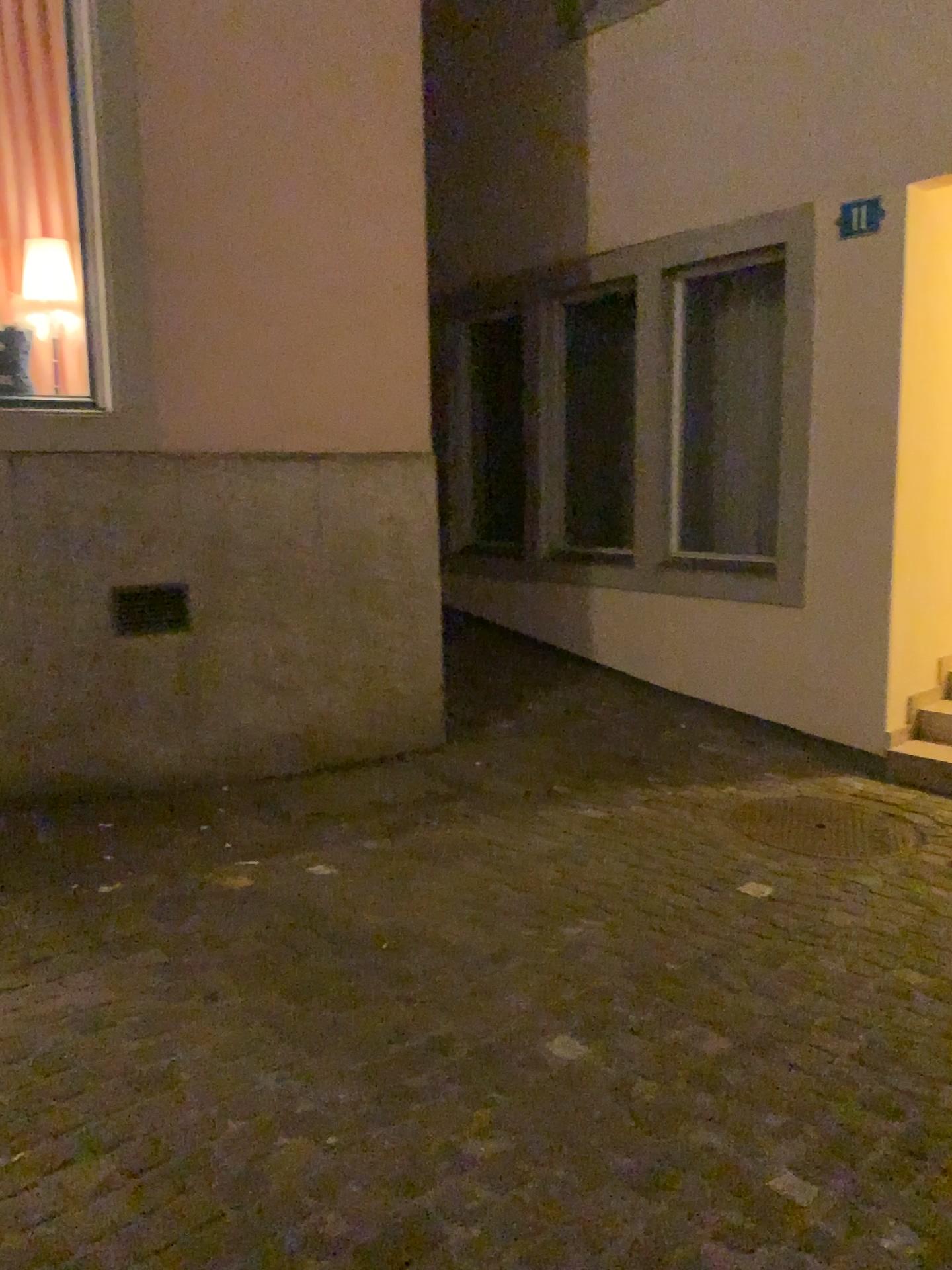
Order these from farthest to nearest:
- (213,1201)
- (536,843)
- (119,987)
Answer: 1. (536,843)
2. (119,987)
3. (213,1201)

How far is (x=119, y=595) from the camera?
4.2 meters

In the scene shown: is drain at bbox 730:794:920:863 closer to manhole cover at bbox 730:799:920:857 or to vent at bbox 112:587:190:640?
manhole cover at bbox 730:799:920:857

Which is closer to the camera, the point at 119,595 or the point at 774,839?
the point at 774,839

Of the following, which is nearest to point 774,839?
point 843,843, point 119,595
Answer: point 843,843

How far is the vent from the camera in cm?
423

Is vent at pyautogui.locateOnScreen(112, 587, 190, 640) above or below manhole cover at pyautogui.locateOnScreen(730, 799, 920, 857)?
above

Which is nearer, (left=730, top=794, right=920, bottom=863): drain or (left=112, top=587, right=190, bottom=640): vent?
(left=730, top=794, right=920, bottom=863): drain

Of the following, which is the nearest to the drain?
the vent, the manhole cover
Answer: the manhole cover
